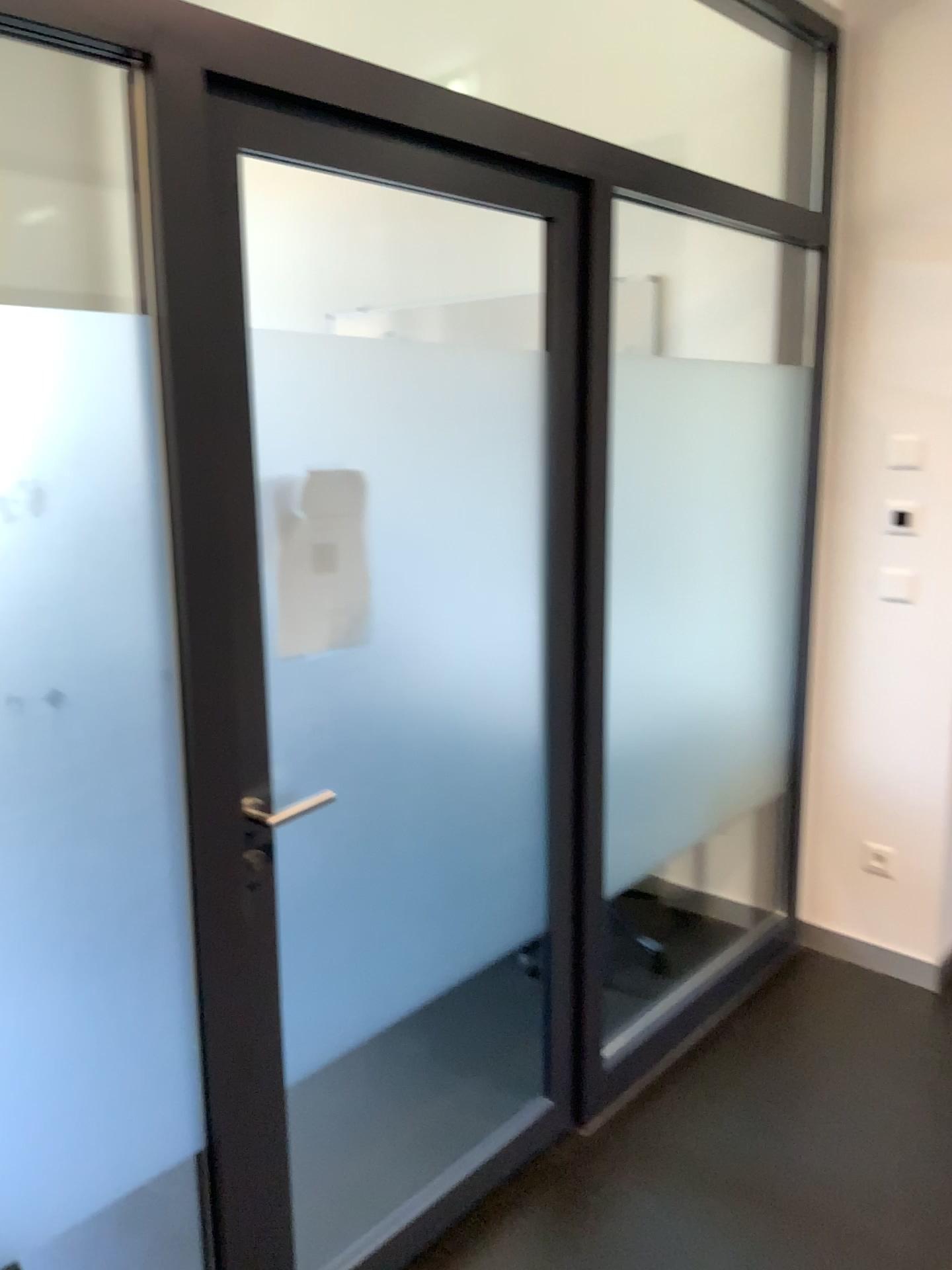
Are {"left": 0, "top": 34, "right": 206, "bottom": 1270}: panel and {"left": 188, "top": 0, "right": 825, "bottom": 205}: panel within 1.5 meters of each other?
no

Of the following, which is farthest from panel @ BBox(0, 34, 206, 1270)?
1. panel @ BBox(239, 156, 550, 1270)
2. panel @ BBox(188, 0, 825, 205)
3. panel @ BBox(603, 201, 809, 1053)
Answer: panel @ BBox(188, 0, 825, 205)

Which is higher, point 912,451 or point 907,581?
point 912,451

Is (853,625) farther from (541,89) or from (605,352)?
(541,89)

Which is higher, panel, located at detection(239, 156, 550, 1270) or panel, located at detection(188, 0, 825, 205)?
panel, located at detection(188, 0, 825, 205)

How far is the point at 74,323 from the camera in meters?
1.3 m

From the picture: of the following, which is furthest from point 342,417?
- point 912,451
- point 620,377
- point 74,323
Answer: point 912,451

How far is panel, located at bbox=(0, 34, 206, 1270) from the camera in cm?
133

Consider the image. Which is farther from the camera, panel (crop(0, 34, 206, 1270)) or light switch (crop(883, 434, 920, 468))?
light switch (crop(883, 434, 920, 468))

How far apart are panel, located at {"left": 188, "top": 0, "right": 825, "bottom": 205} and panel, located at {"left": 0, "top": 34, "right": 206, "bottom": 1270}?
1.9 meters
